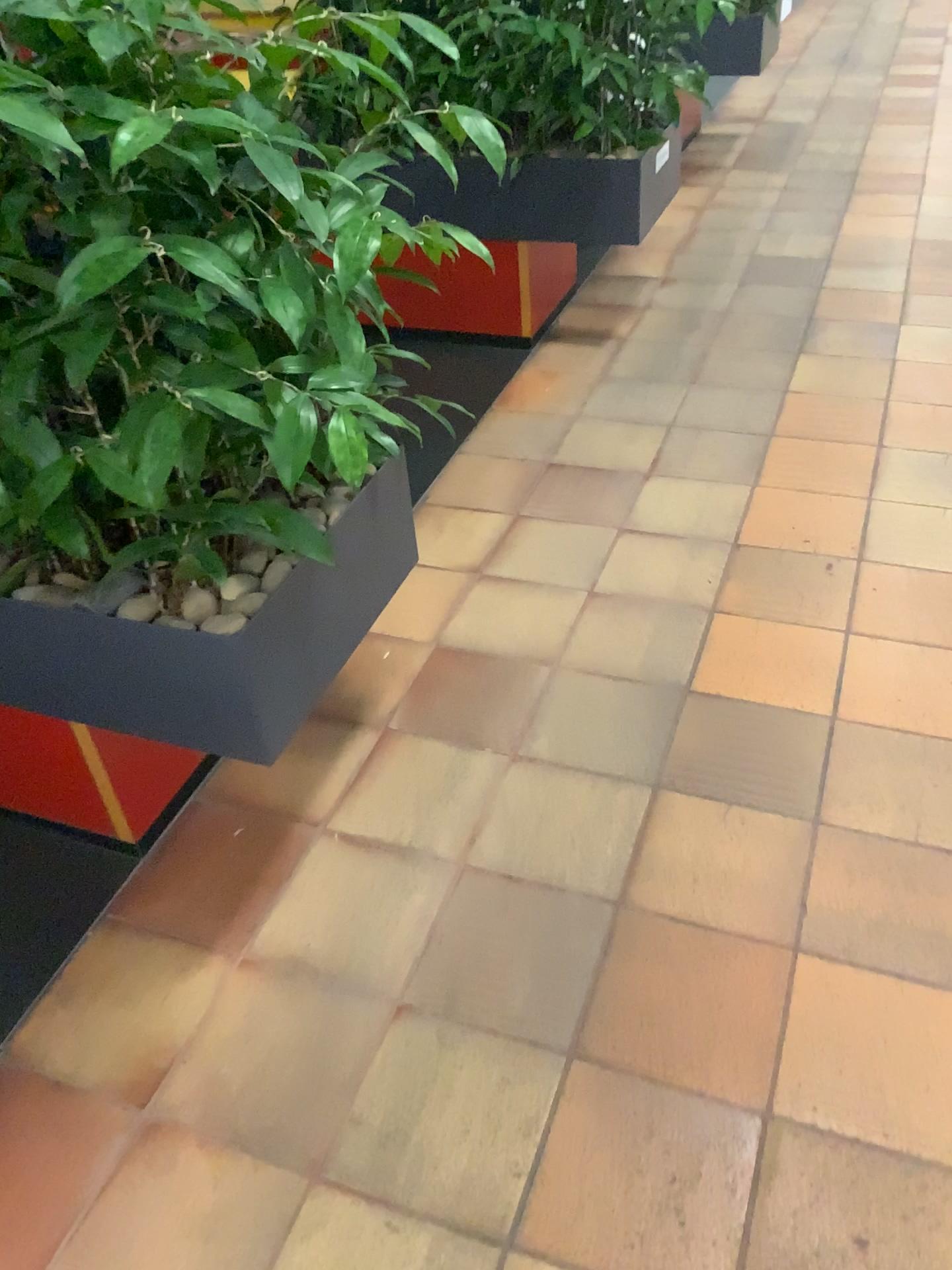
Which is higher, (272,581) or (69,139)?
(69,139)

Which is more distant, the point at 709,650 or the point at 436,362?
the point at 436,362

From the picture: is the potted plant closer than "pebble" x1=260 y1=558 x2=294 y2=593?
Yes

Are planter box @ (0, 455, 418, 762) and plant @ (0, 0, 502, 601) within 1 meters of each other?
yes

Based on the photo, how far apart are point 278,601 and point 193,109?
0.6 meters

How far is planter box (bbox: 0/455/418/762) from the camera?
1.3 meters

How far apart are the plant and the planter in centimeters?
149cm

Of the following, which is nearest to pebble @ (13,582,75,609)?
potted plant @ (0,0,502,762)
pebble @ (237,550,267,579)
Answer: potted plant @ (0,0,502,762)

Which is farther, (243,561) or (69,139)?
(243,561)

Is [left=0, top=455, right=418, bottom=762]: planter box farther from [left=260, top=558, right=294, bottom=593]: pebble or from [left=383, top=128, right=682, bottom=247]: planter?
[left=383, top=128, right=682, bottom=247]: planter
